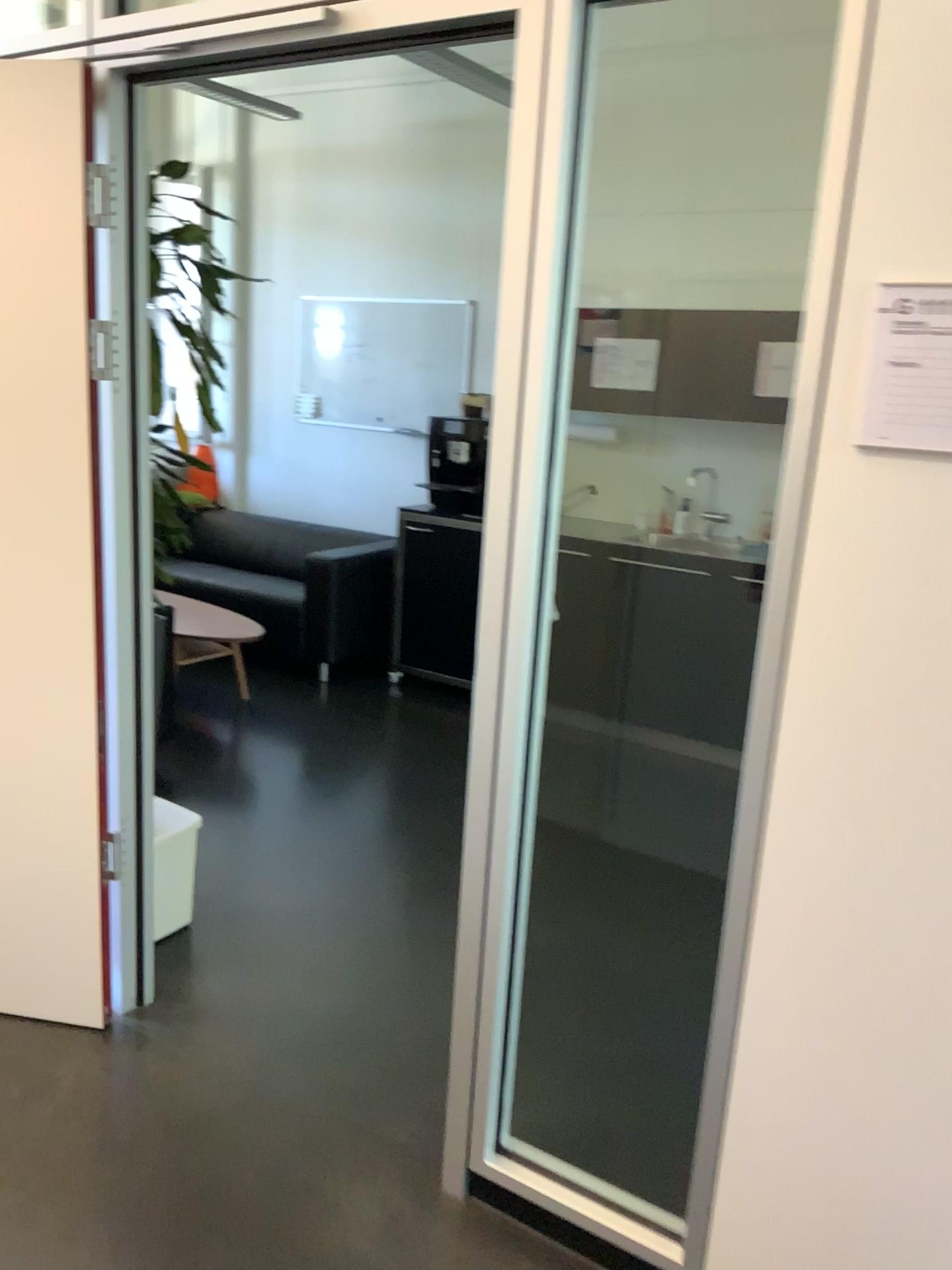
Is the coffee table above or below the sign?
below

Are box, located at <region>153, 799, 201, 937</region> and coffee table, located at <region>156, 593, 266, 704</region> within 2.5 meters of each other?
yes

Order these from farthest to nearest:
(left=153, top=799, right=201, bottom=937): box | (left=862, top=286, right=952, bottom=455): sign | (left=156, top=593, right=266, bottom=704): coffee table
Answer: (left=156, top=593, right=266, bottom=704): coffee table
(left=153, top=799, right=201, bottom=937): box
(left=862, top=286, right=952, bottom=455): sign

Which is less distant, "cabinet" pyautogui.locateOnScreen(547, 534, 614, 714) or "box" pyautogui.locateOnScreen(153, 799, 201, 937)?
"box" pyautogui.locateOnScreen(153, 799, 201, 937)

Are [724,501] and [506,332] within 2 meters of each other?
no

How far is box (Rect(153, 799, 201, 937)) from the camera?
2.74m

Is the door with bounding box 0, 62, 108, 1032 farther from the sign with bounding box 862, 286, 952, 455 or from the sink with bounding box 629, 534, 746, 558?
the sink with bounding box 629, 534, 746, 558

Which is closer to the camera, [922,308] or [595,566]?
[922,308]

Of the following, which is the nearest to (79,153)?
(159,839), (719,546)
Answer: (159,839)

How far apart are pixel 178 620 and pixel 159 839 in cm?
206
